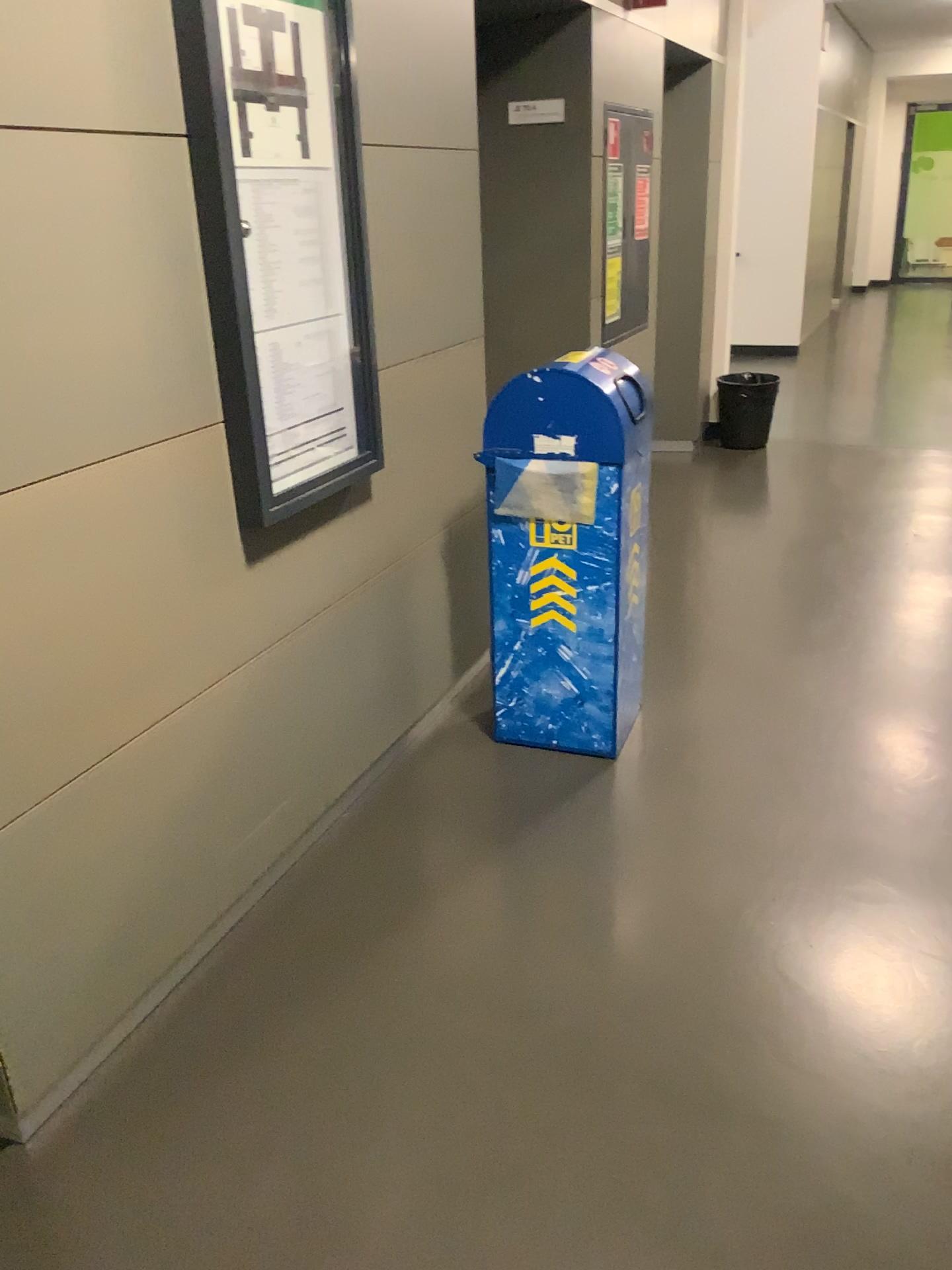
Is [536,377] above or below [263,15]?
below

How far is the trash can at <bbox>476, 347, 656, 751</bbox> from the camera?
2.7 meters

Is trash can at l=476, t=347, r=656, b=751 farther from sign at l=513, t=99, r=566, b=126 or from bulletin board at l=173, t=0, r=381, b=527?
sign at l=513, t=99, r=566, b=126

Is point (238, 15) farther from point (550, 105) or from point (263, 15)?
point (550, 105)

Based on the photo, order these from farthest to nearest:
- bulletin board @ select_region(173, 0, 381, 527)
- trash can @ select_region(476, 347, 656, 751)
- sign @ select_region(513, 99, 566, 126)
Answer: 1. sign @ select_region(513, 99, 566, 126)
2. trash can @ select_region(476, 347, 656, 751)
3. bulletin board @ select_region(173, 0, 381, 527)

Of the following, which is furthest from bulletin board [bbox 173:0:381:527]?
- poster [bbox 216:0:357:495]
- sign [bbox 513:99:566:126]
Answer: sign [bbox 513:99:566:126]

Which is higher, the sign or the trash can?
the sign

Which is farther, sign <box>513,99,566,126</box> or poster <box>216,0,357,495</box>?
sign <box>513,99,566,126</box>

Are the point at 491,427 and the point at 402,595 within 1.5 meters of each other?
yes

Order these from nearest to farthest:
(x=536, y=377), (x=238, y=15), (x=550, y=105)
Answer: (x=238, y=15)
(x=536, y=377)
(x=550, y=105)
